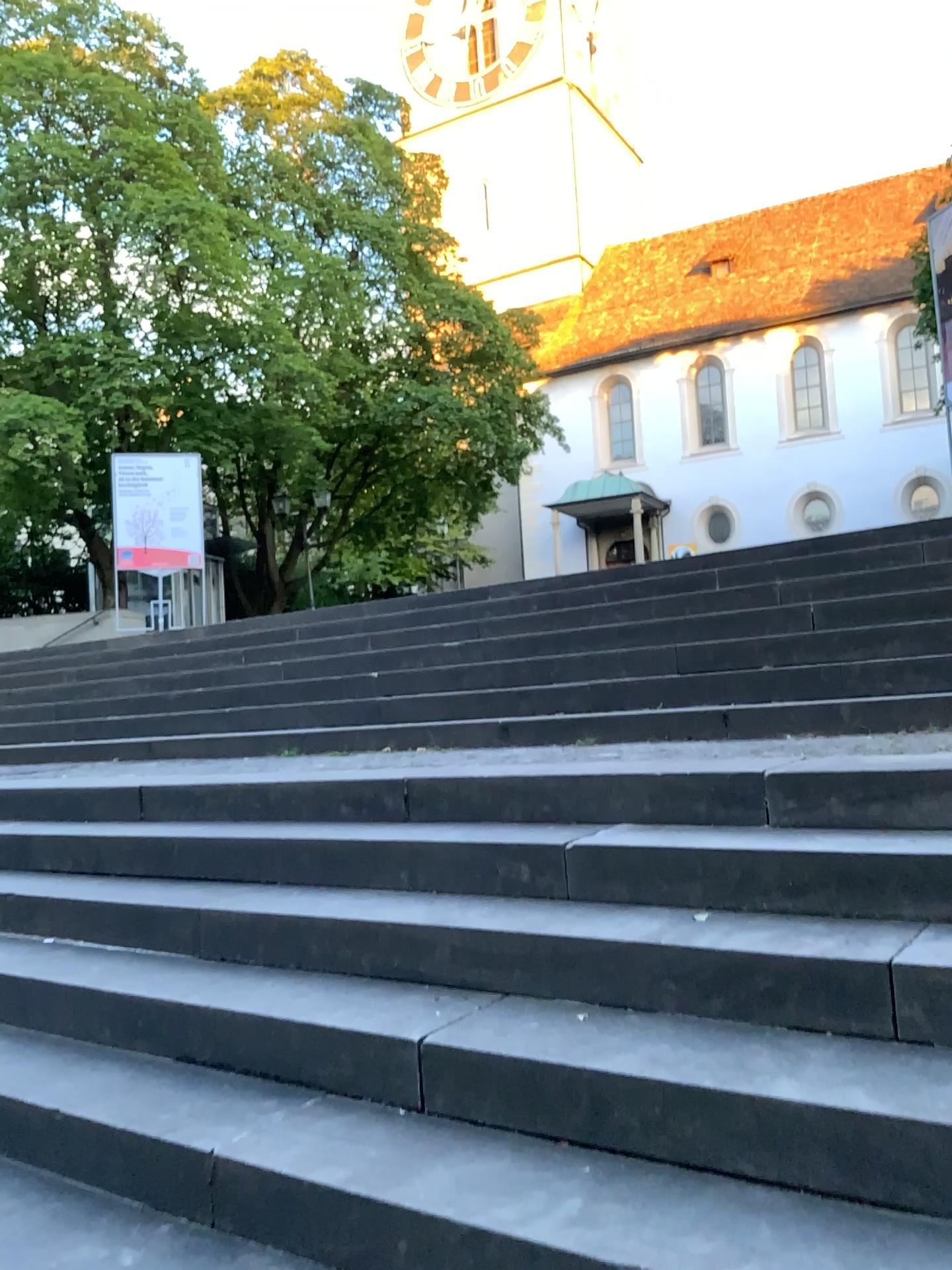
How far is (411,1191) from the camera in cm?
178
